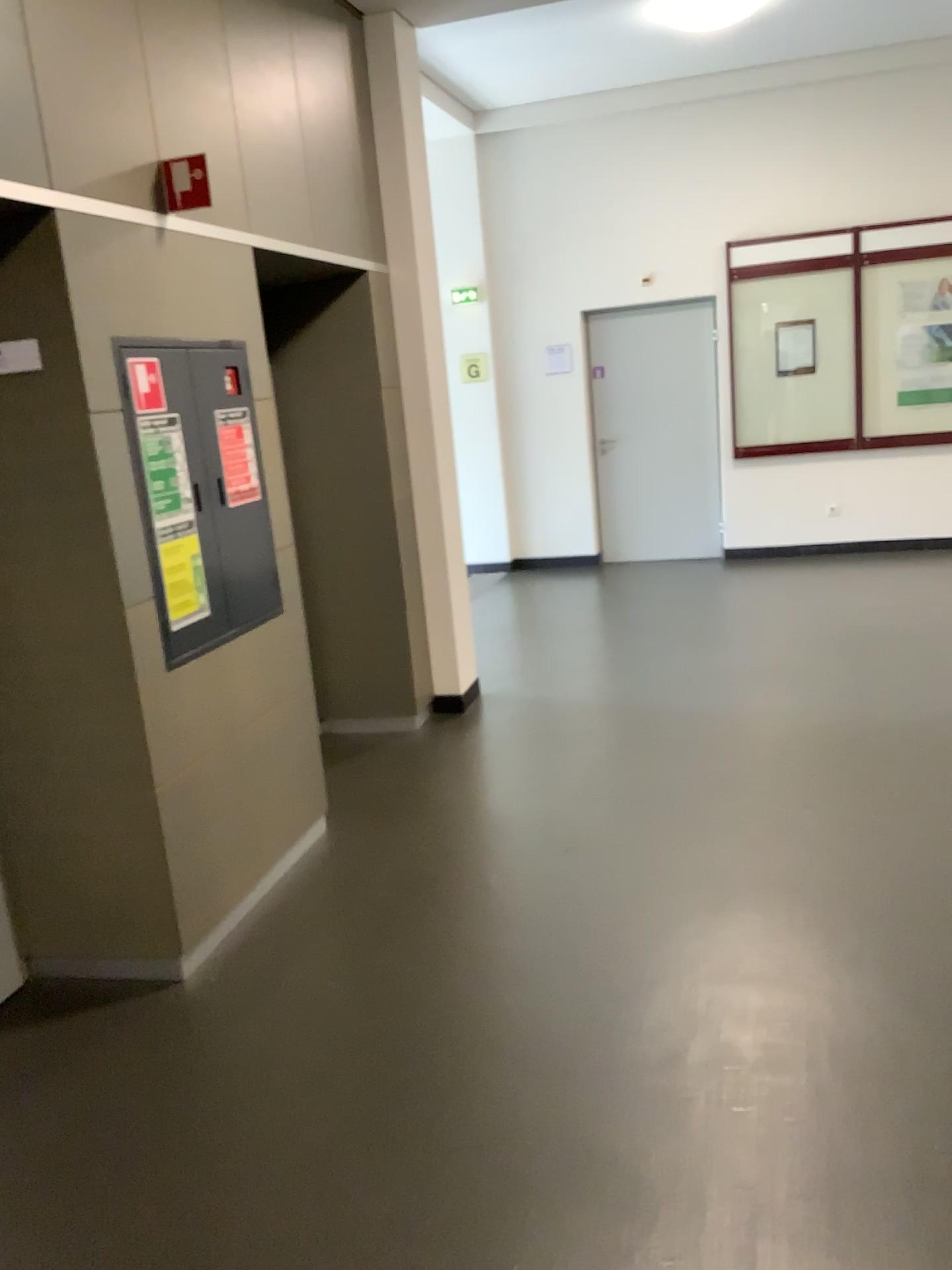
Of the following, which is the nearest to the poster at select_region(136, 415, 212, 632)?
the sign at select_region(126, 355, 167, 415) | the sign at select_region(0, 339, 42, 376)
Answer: the sign at select_region(126, 355, 167, 415)

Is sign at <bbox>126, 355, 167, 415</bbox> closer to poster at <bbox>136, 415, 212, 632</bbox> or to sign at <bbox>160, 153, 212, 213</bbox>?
poster at <bbox>136, 415, 212, 632</bbox>

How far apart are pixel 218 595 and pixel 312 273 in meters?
1.7

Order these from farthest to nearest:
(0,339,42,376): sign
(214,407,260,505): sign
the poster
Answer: (214,407,260,505): sign
the poster
(0,339,42,376): sign

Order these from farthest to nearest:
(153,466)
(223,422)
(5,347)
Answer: (223,422) → (153,466) → (5,347)

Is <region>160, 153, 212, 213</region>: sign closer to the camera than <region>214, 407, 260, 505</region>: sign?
Yes

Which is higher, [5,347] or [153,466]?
[5,347]

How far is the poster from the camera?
2.96m

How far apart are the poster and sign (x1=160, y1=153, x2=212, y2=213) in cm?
64

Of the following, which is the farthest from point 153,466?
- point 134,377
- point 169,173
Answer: point 169,173
